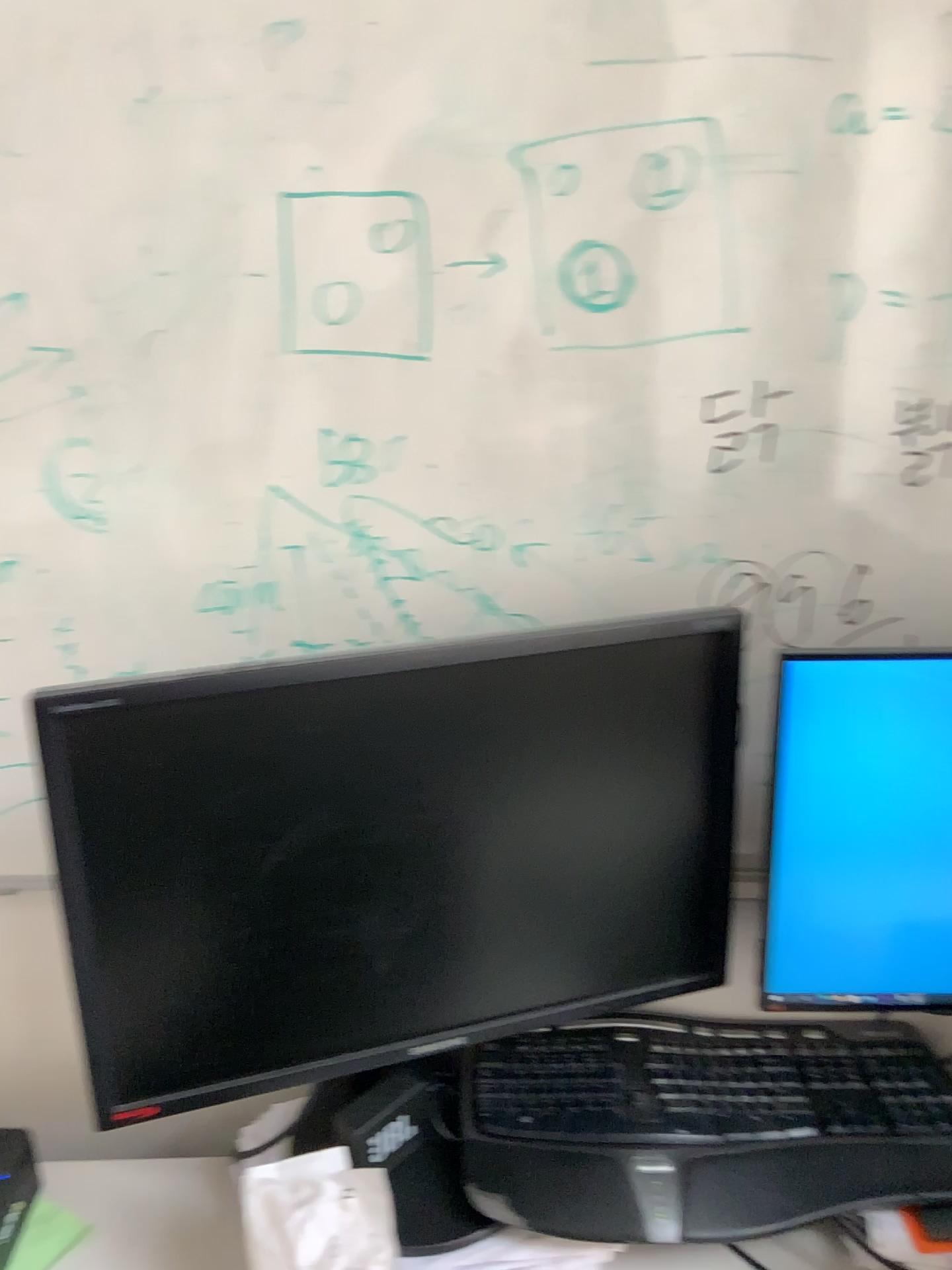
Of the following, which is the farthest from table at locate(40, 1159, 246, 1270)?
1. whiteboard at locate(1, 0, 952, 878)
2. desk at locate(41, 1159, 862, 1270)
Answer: whiteboard at locate(1, 0, 952, 878)

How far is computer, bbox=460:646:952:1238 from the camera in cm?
86

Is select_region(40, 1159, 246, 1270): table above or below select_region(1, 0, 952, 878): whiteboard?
below

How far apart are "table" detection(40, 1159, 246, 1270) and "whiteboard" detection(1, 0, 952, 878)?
0.3m

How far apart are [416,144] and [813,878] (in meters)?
0.70

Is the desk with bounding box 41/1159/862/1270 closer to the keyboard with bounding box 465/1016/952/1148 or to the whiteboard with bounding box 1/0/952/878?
the keyboard with bounding box 465/1016/952/1148

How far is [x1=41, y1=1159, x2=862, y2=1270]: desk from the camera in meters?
0.9 m

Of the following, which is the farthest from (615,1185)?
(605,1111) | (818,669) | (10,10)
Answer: (10,10)

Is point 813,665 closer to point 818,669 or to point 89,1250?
point 818,669

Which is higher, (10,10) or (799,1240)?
(10,10)
